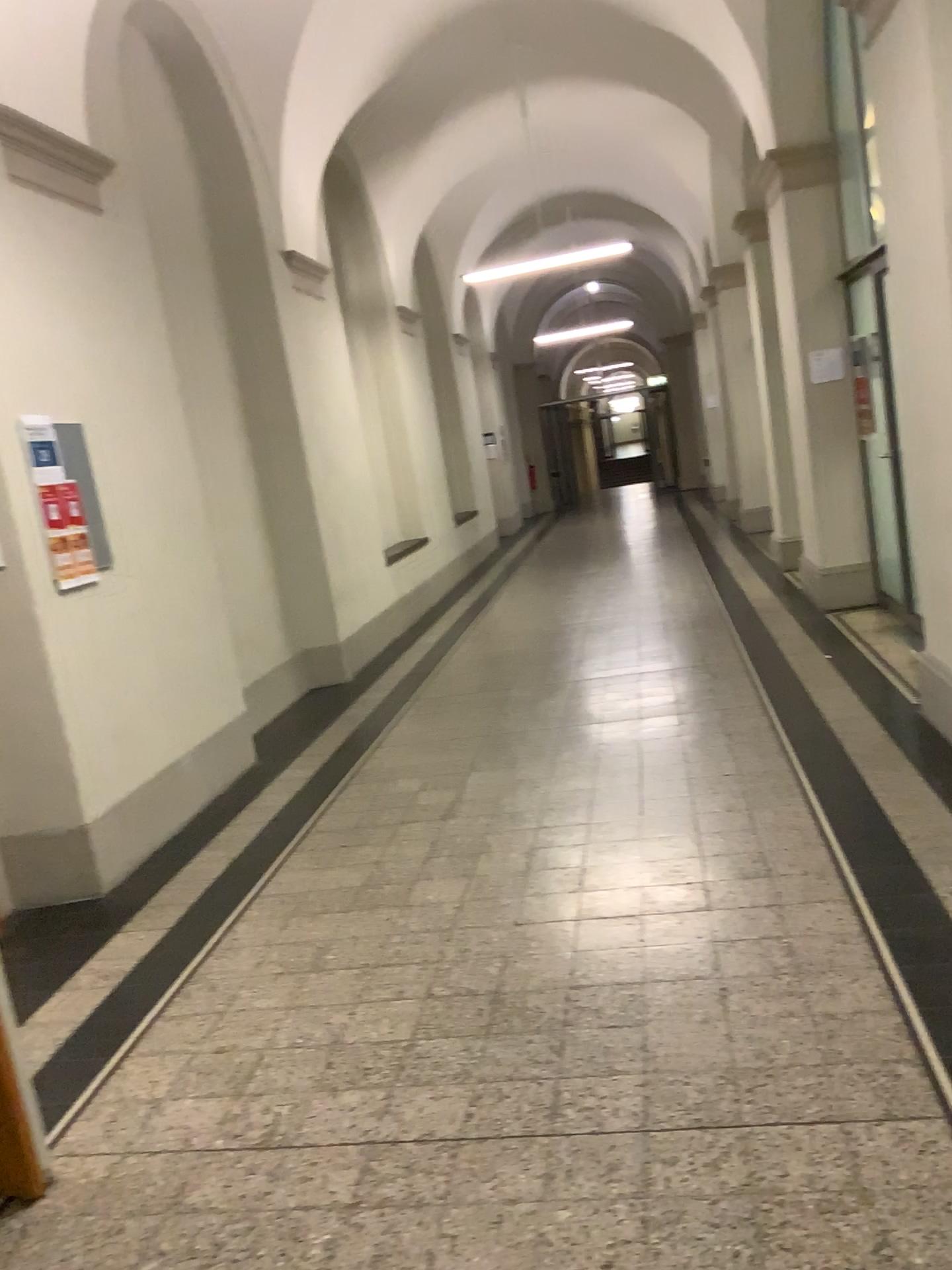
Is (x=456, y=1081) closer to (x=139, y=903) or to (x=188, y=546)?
(x=139, y=903)

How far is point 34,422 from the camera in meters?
4.0 m

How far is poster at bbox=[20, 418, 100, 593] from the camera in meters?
4.0
